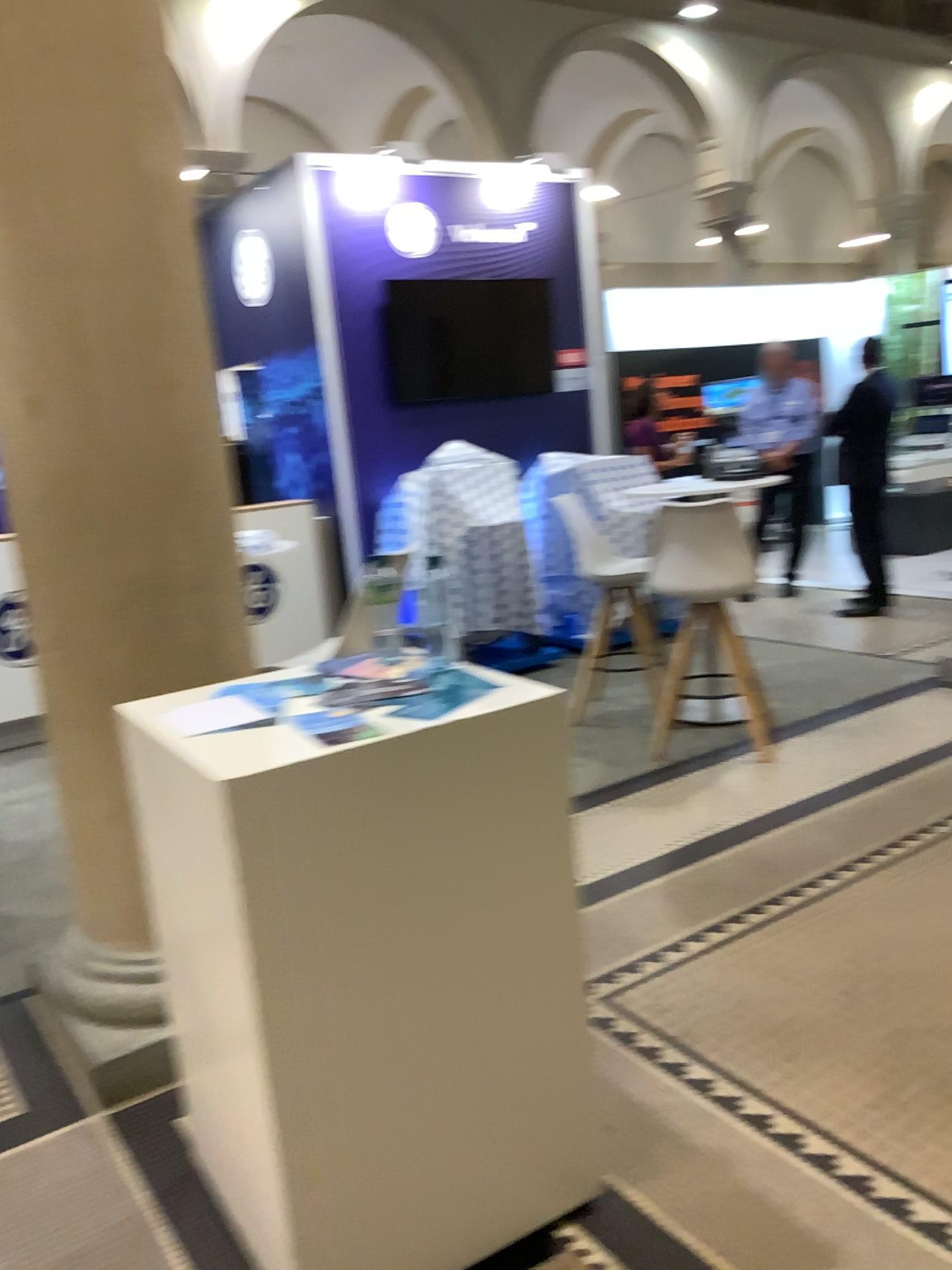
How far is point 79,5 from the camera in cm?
227

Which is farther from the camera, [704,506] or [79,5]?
[704,506]

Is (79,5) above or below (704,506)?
above

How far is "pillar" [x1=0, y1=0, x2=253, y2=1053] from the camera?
2.27m

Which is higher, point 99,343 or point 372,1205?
point 99,343

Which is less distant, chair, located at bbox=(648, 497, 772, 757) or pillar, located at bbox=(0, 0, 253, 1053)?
pillar, located at bbox=(0, 0, 253, 1053)
